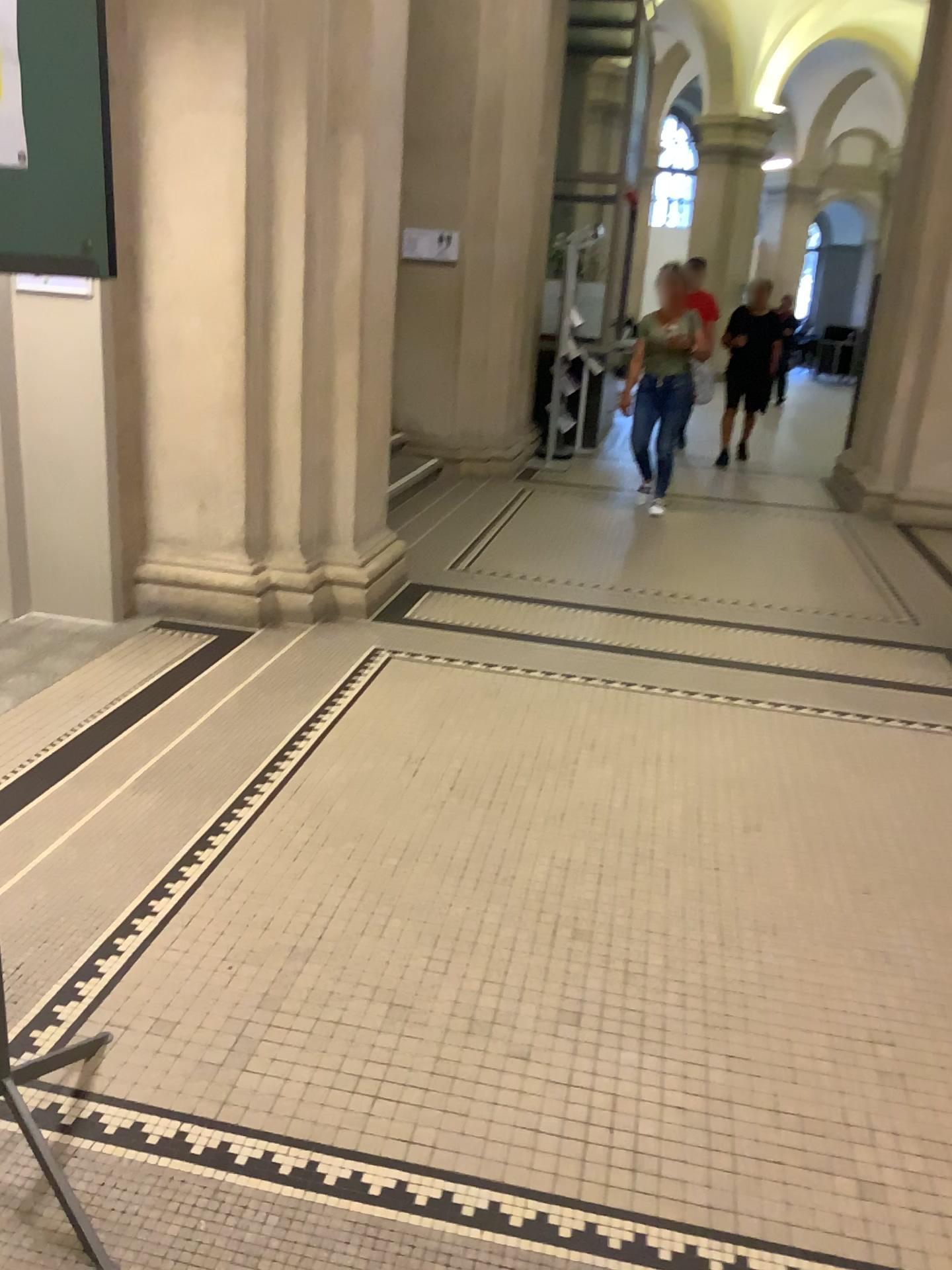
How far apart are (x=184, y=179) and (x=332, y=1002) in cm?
322
